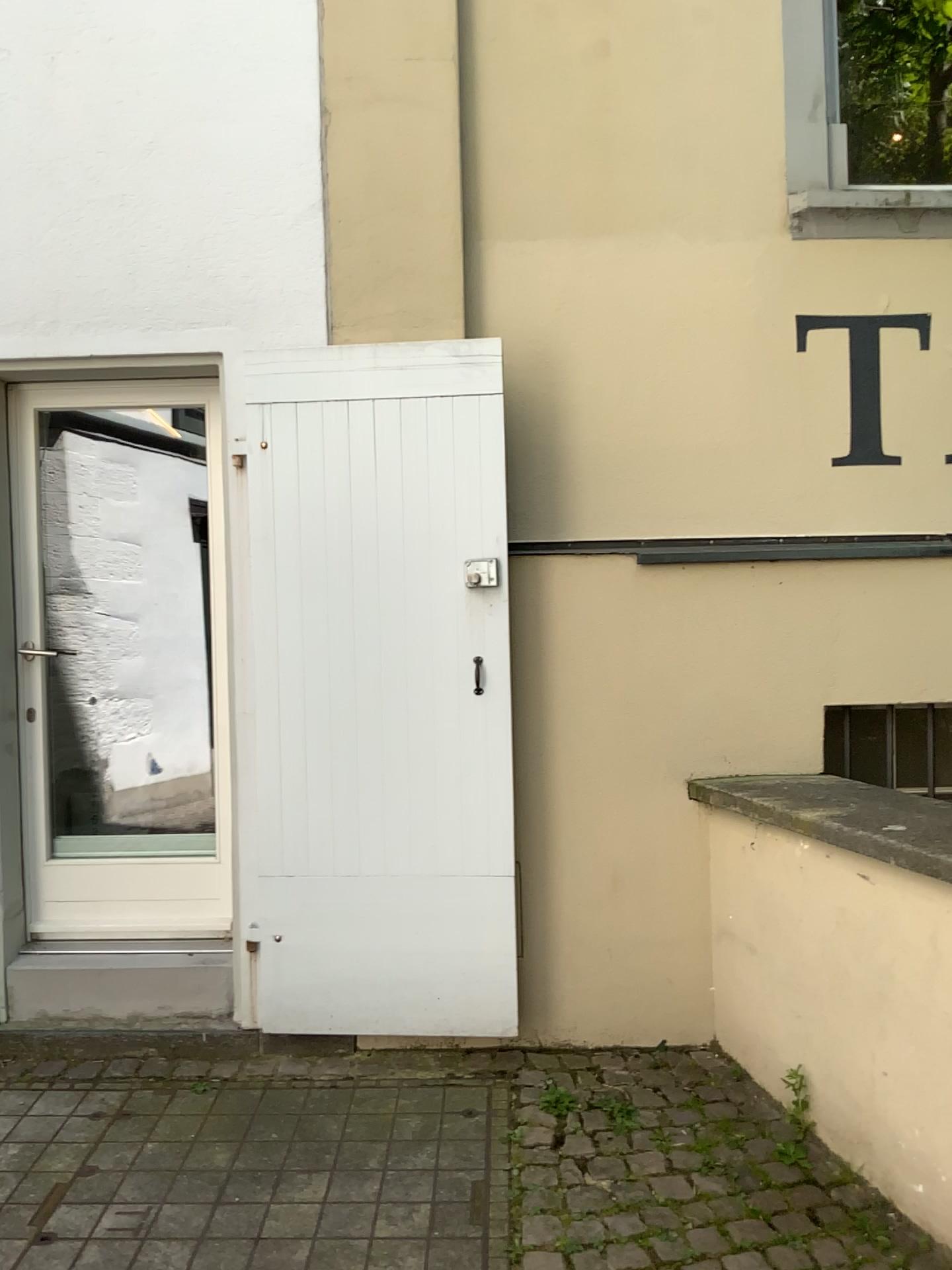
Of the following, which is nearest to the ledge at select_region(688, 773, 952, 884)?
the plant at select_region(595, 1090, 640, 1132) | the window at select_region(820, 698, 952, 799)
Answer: the window at select_region(820, 698, 952, 799)

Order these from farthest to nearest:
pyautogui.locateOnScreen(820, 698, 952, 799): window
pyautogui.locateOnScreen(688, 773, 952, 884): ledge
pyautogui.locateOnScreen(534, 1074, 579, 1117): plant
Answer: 1. pyautogui.locateOnScreen(820, 698, 952, 799): window
2. pyautogui.locateOnScreen(534, 1074, 579, 1117): plant
3. pyautogui.locateOnScreen(688, 773, 952, 884): ledge

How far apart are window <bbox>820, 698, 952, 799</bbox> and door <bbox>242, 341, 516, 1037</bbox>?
1.1m

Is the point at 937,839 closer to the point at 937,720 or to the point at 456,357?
the point at 937,720

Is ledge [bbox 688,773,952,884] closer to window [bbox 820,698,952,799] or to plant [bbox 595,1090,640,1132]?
window [bbox 820,698,952,799]

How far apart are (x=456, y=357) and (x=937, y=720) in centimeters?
191cm

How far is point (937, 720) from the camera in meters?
3.4 m

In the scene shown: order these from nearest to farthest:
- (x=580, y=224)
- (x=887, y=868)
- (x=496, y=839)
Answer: (x=887, y=868) < (x=496, y=839) < (x=580, y=224)

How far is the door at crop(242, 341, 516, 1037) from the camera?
3.1m

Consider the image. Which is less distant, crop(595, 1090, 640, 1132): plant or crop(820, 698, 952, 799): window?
crop(595, 1090, 640, 1132): plant
